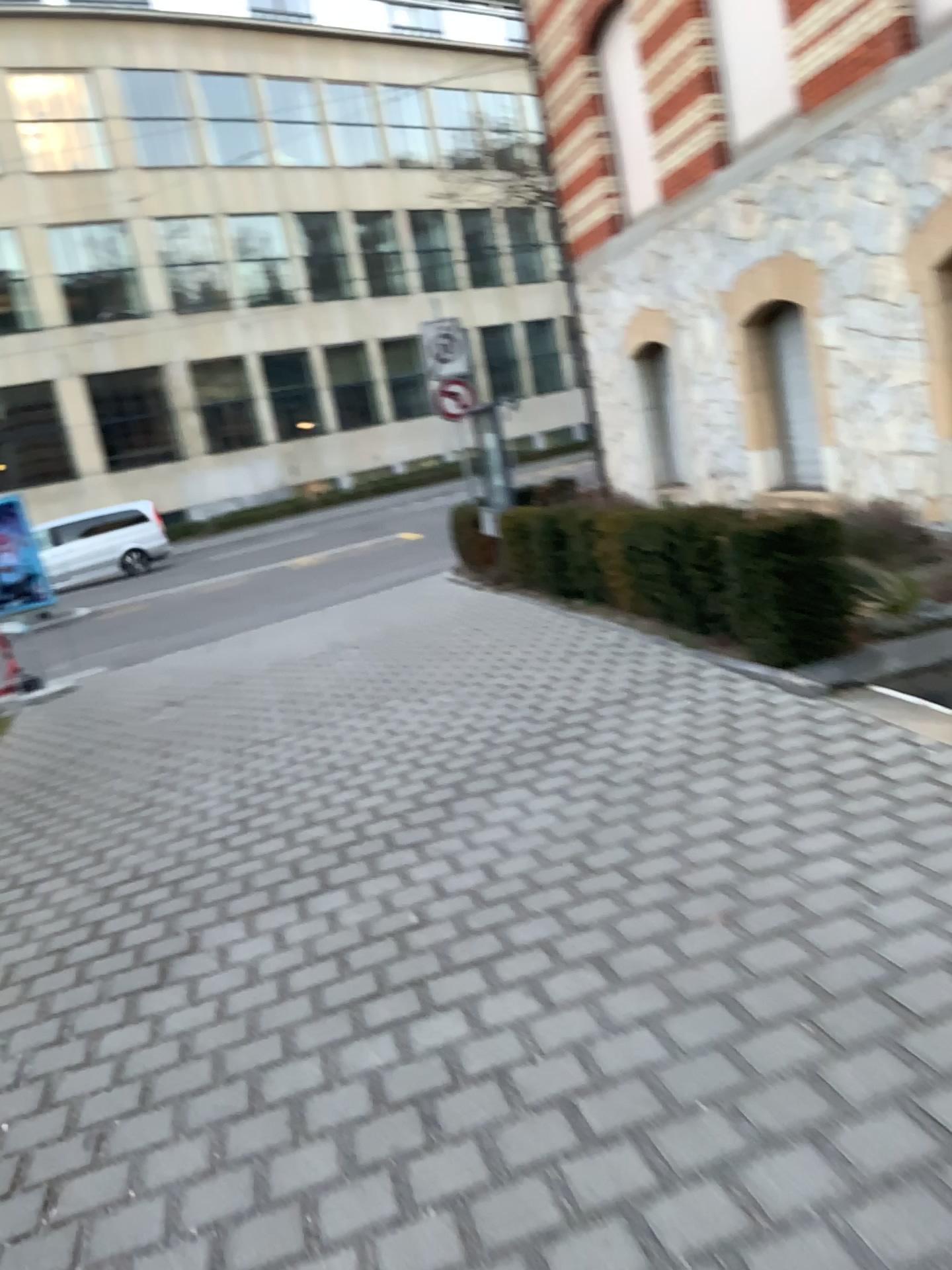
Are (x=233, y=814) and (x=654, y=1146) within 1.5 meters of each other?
no
